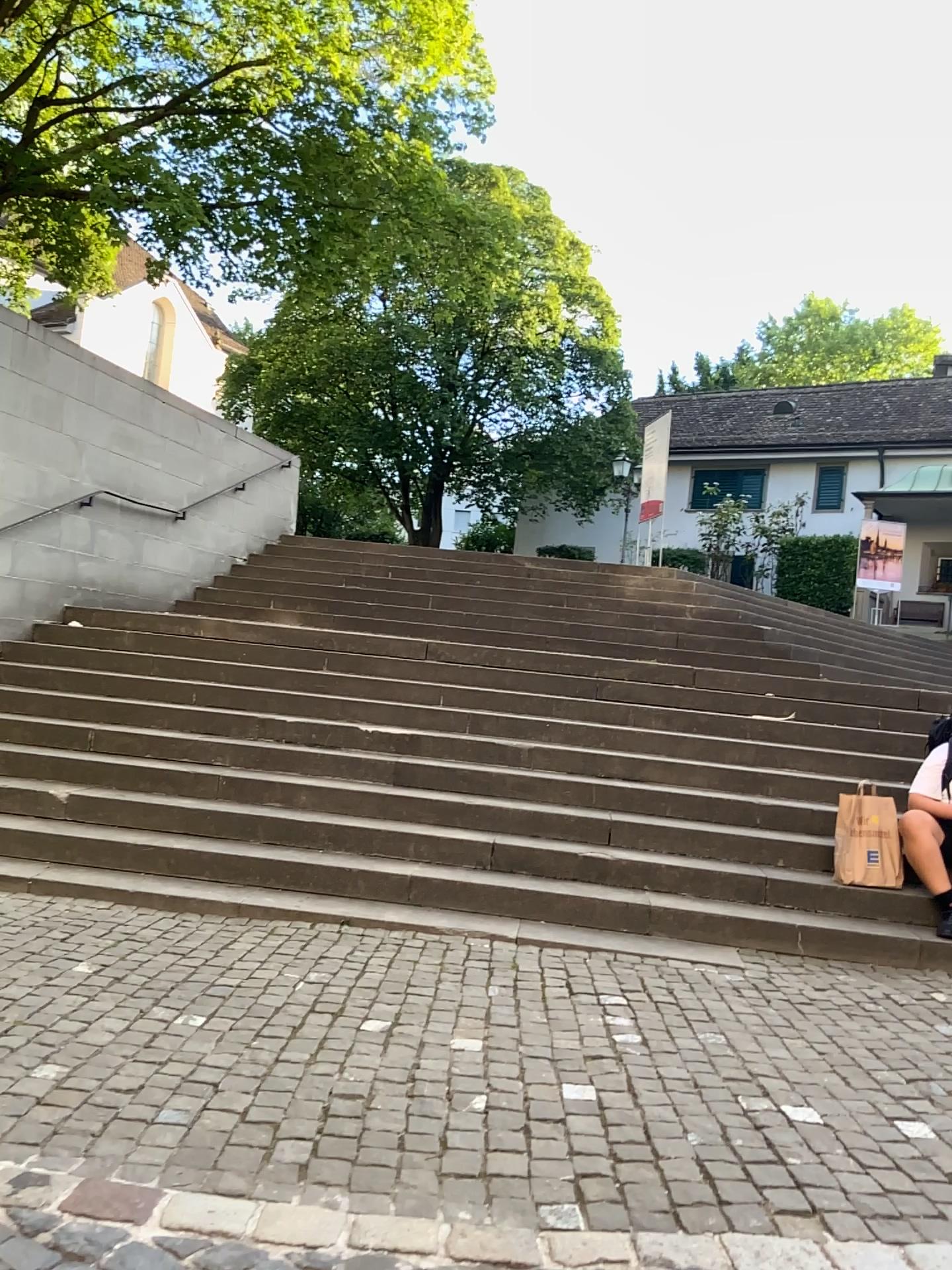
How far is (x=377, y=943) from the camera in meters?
4.6 m
